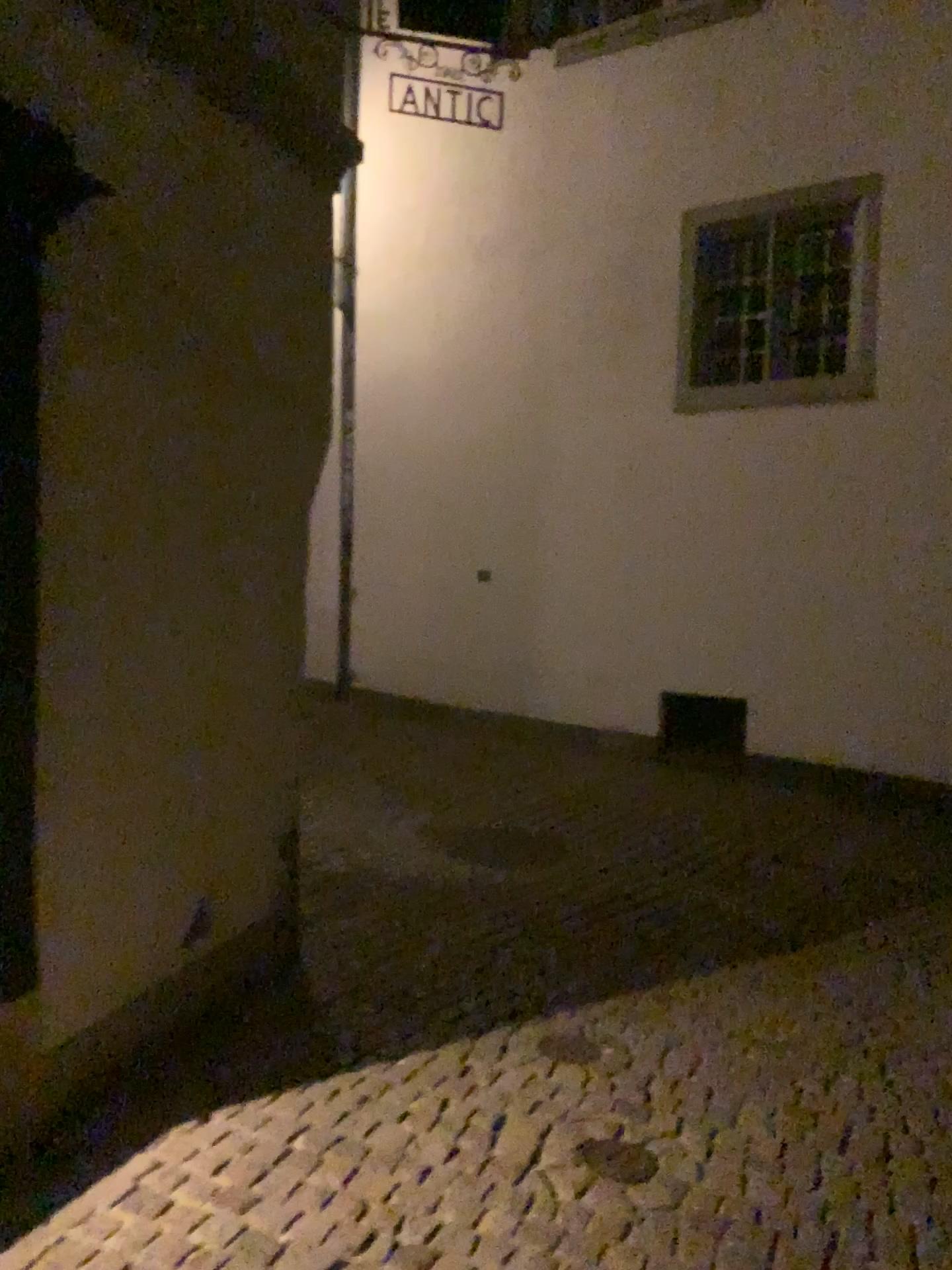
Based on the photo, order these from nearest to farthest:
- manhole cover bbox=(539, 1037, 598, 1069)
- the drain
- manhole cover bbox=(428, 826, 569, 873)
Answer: the drain
manhole cover bbox=(539, 1037, 598, 1069)
manhole cover bbox=(428, 826, 569, 873)

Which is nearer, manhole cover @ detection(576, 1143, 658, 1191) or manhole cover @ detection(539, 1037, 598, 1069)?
manhole cover @ detection(576, 1143, 658, 1191)

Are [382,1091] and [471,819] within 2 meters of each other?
no

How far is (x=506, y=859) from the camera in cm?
498

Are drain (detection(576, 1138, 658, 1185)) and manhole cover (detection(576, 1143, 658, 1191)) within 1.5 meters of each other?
yes

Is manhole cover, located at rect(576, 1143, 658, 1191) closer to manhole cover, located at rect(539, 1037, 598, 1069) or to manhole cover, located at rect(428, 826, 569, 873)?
manhole cover, located at rect(539, 1037, 598, 1069)

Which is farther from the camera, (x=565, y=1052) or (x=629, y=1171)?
(x=565, y=1052)

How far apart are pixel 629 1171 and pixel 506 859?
2.4 meters

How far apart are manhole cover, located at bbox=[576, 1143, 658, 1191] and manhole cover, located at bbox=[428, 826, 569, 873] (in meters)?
2.20

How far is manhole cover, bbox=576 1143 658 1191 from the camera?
2.6m
